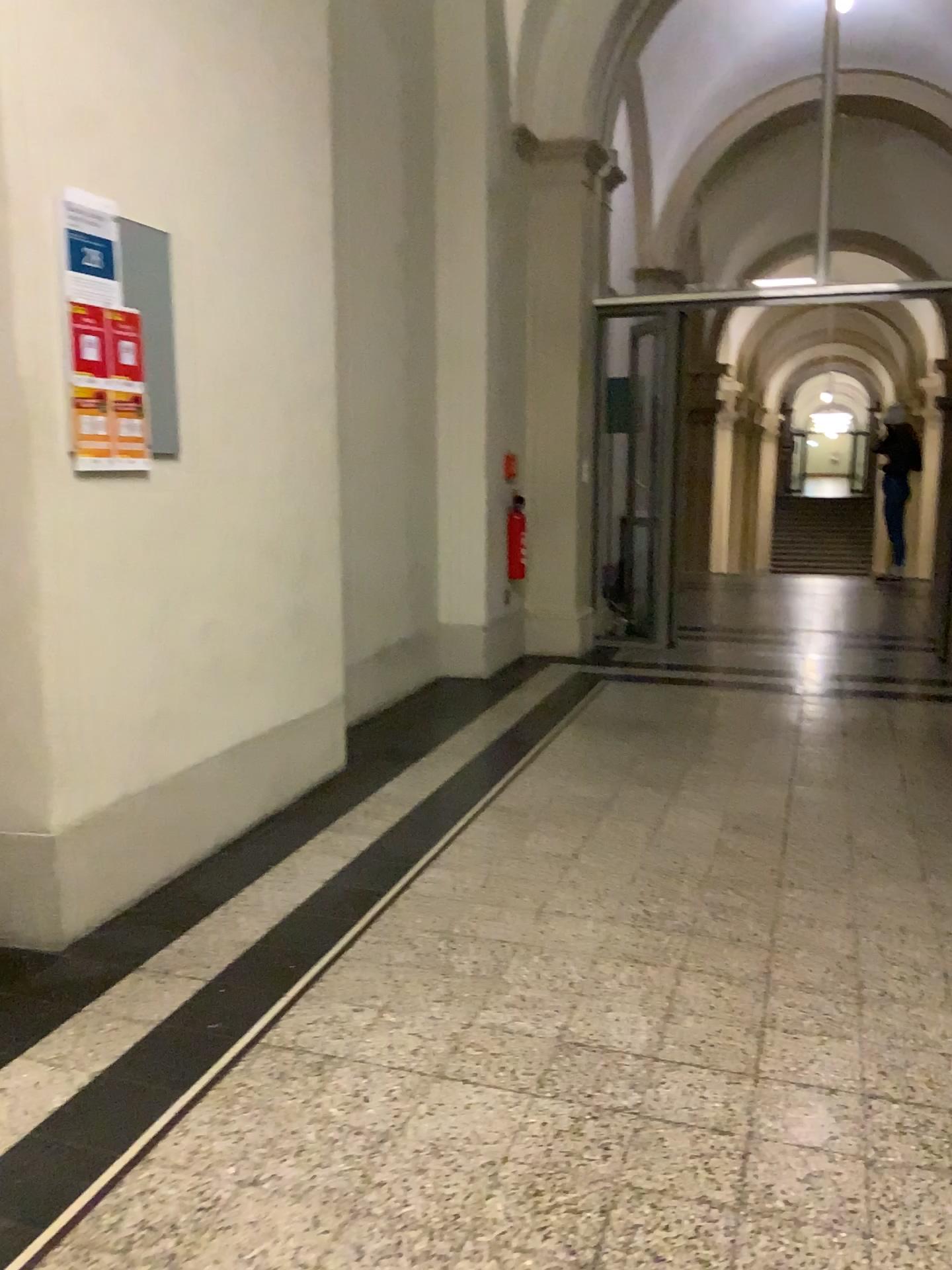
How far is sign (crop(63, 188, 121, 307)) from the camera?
2.5 meters

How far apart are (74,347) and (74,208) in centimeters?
33cm

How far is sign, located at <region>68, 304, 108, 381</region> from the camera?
2.55m

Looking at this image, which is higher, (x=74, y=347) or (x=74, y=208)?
(x=74, y=208)

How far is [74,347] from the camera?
2.55m

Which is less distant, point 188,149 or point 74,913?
point 74,913
